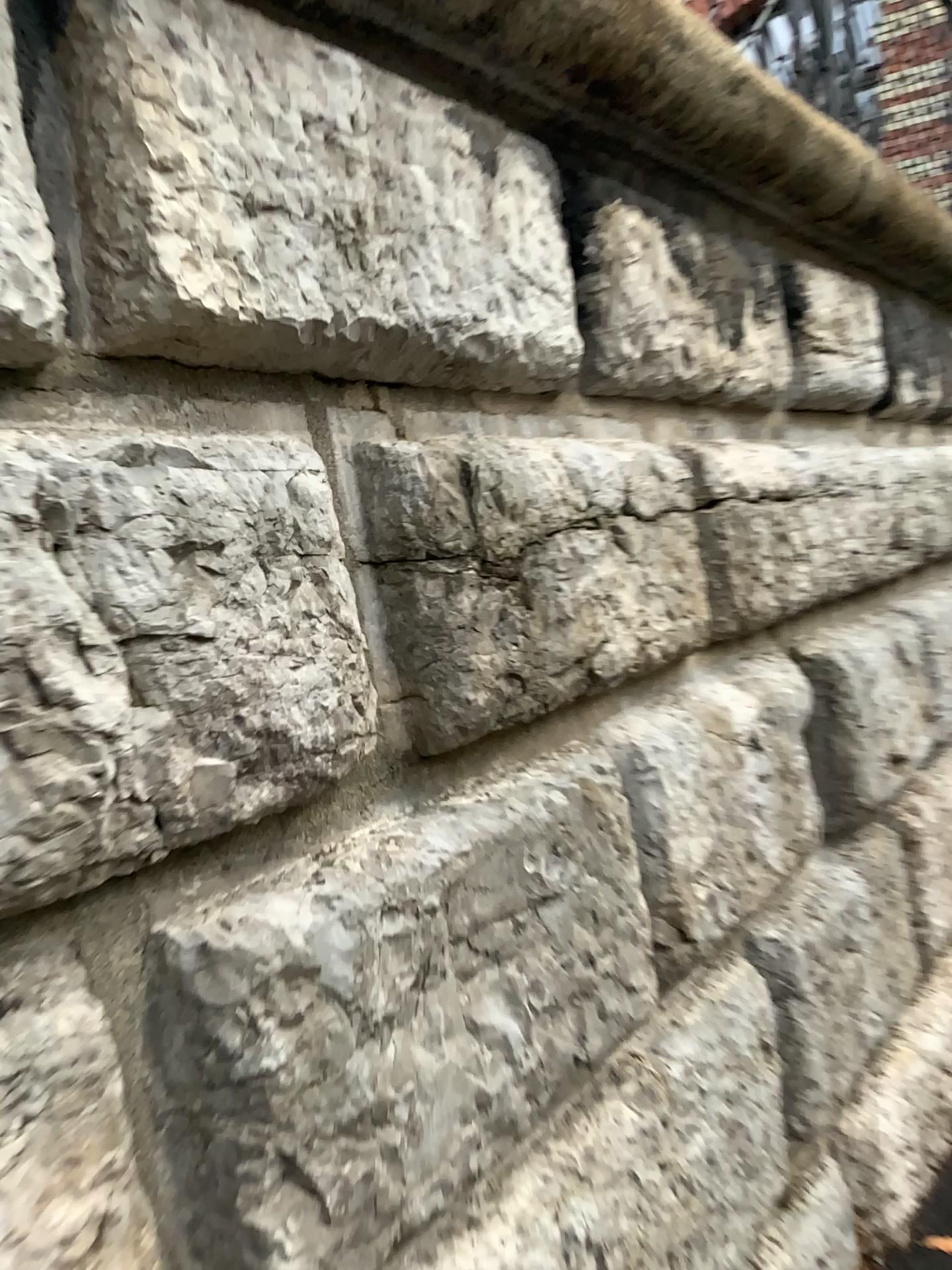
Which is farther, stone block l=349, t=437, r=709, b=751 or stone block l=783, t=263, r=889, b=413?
stone block l=783, t=263, r=889, b=413

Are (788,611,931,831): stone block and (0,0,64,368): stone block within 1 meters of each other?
no

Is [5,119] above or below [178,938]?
above

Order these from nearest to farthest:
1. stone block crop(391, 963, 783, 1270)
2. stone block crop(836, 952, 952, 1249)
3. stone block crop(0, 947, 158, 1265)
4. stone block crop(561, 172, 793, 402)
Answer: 1. stone block crop(0, 947, 158, 1265)
2. stone block crop(391, 963, 783, 1270)
3. stone block crop(561, 172, 793, 402)
4. stone block crop(836, 952, 952, 1249)

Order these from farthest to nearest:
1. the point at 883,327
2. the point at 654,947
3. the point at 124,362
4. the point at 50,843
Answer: the point at 883,327
the point at 654,947
the point at 124,362
the point at 50,843

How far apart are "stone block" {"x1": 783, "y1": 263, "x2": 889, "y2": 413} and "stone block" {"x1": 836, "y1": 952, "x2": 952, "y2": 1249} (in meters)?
1.22

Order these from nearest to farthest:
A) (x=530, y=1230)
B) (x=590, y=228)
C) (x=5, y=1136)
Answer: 1. (x=5, y=1136)
2. (x=530, y=1230)
3. (x=590, y=228)

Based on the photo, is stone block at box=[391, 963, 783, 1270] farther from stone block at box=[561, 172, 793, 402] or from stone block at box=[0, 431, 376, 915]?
stone block at box=[561, 172, 793, 402]

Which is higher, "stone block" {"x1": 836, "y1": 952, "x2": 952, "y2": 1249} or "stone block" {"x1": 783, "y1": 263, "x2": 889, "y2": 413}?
"stone block" {"x1": 783, "y1": 263, "x2": 889, "y2": 413}

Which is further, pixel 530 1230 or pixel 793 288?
pixel 793 288
